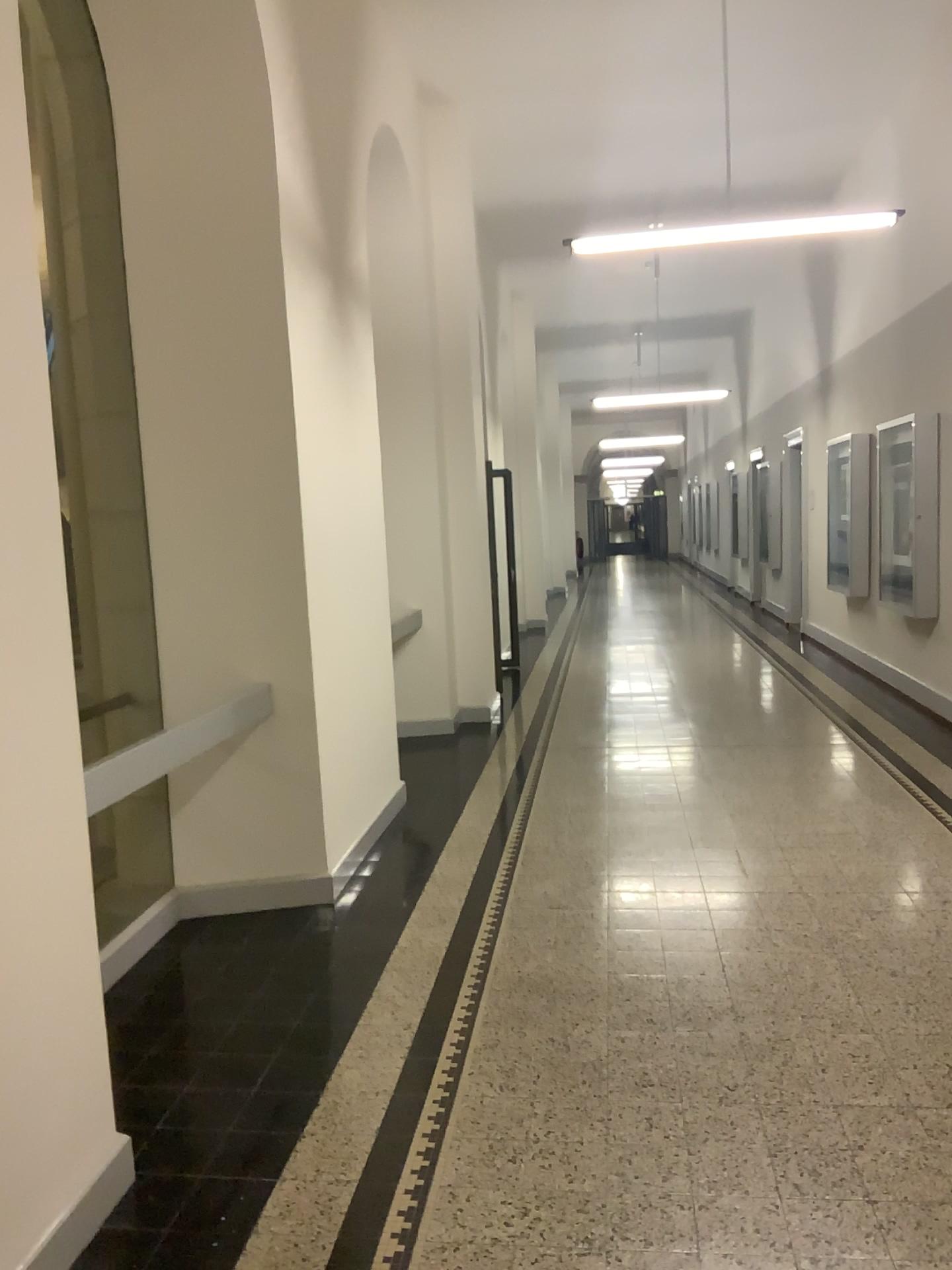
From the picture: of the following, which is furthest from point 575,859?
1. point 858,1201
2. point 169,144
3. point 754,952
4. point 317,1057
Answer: point 169,144
